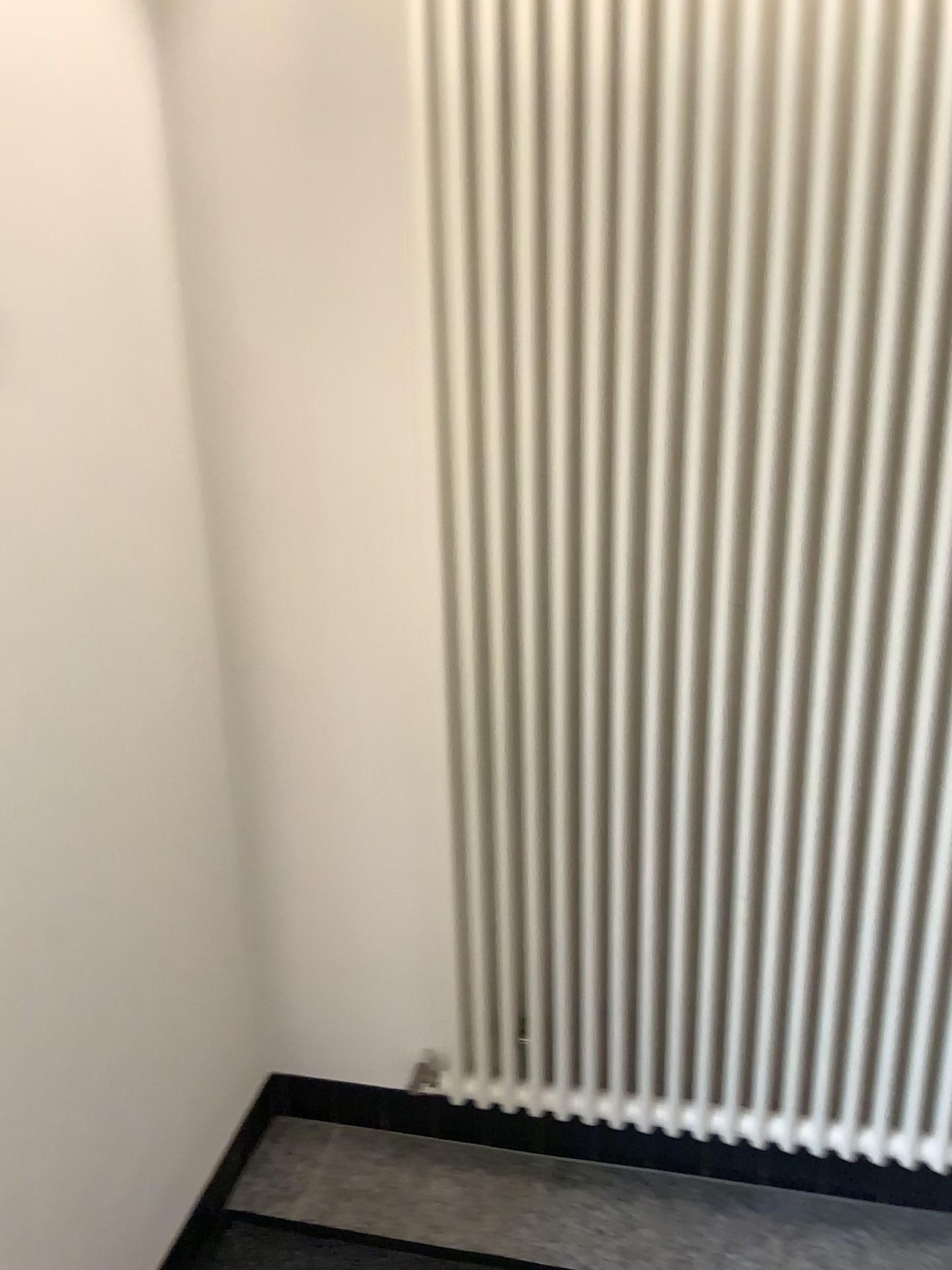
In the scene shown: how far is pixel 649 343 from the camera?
1.4m

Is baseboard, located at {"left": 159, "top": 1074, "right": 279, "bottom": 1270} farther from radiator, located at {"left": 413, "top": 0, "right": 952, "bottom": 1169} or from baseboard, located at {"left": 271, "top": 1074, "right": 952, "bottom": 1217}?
radiator, located at {"left": 413, "top": 0, "right": 952, "bottom": 1169}

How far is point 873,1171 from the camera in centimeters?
174cm

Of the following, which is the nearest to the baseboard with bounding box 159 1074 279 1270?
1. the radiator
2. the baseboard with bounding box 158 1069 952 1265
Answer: the baseboard with bounding box 158 1069 952 1265

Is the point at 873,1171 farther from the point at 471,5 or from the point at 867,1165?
the point at 471,5

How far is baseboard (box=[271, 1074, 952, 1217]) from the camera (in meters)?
1.74

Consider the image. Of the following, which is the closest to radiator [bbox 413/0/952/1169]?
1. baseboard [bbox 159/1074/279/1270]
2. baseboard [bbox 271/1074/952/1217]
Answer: baseboard [bbox 271/1074/952/1217]

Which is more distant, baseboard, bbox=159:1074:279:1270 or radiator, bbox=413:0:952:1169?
baseboard, bbox=159:1074:279:1270

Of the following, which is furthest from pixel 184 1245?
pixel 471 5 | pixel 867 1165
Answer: pixel 471 5
